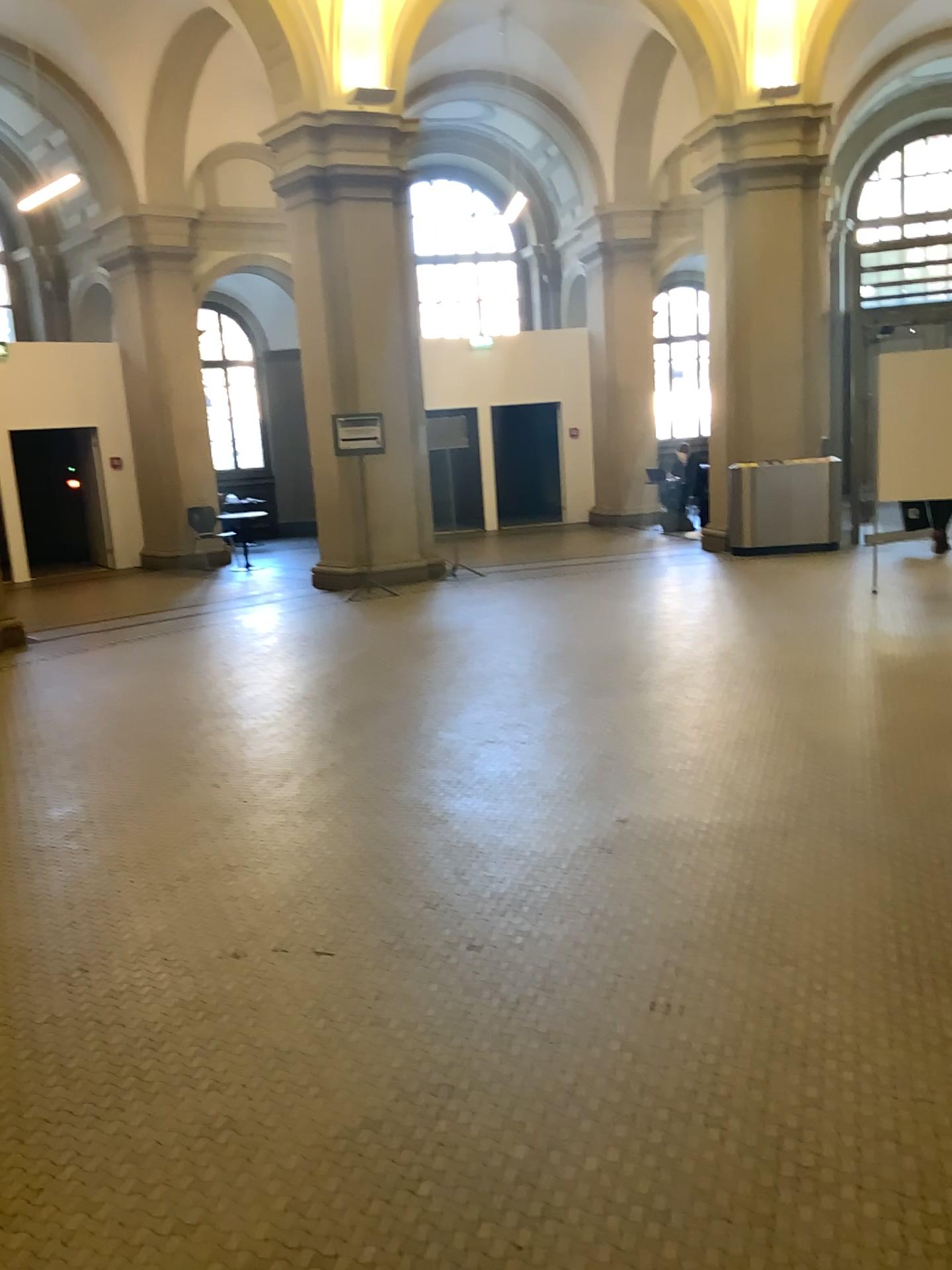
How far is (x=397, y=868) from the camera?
3.79m
